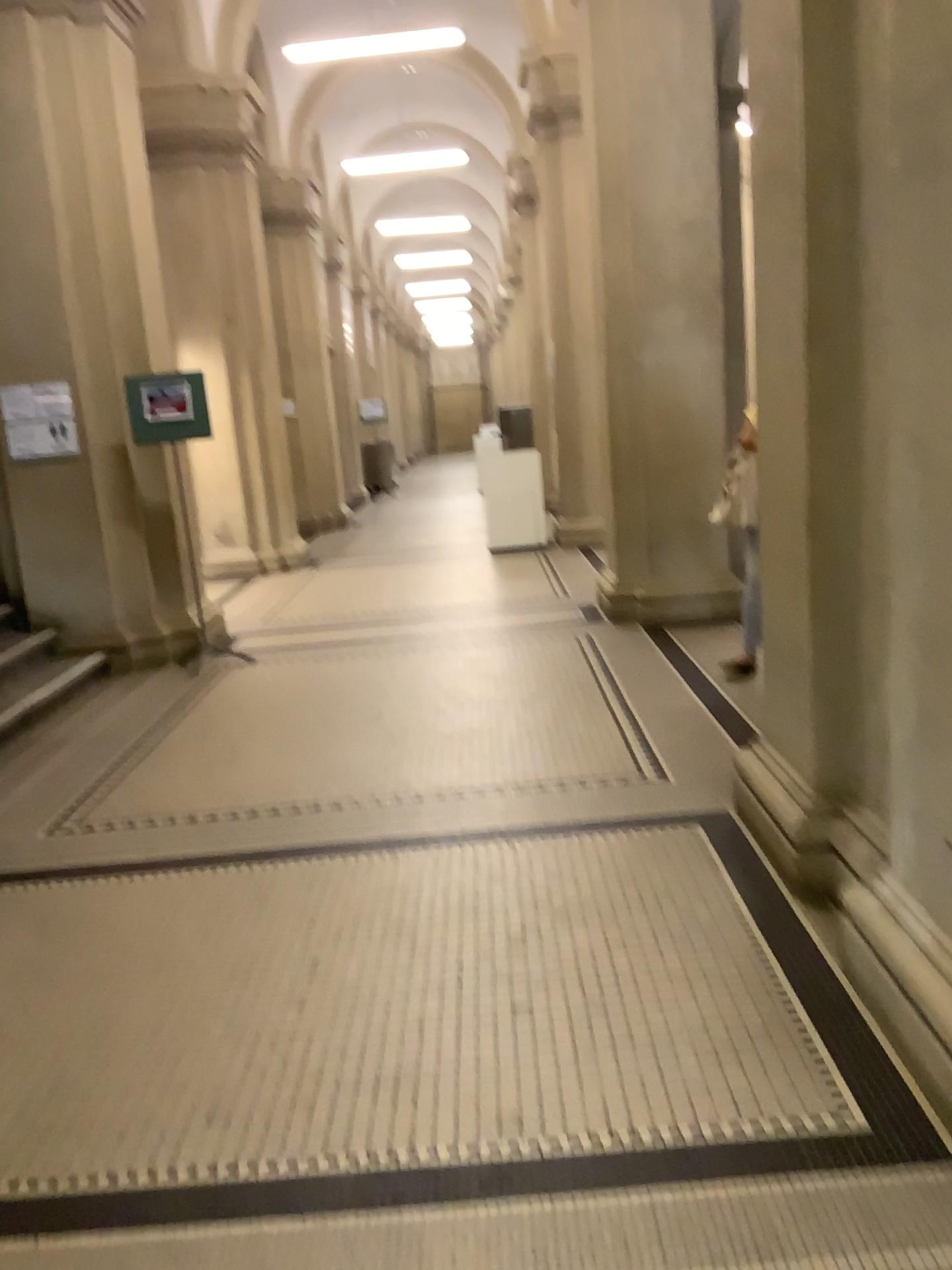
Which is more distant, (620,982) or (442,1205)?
(620,982)
